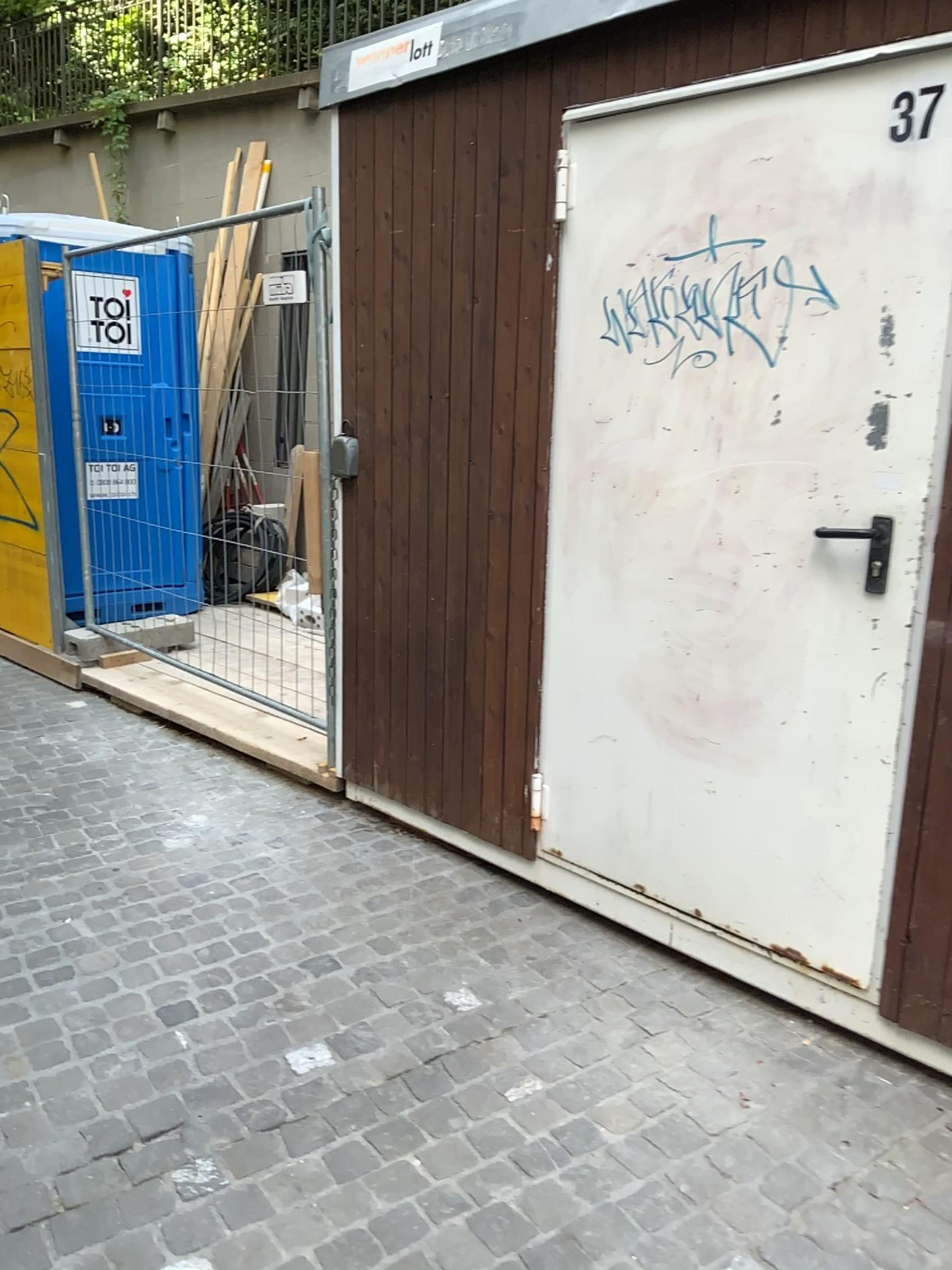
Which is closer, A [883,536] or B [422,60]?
A [883,536]

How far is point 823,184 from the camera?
2.2 meters

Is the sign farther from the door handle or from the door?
the door handle

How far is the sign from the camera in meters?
2.9 m

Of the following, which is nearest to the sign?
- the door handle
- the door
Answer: the door

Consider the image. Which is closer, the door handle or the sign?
the door handle

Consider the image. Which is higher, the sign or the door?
the sign

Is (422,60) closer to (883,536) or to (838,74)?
(838,74)

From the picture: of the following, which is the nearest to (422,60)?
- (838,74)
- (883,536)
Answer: (838,74)

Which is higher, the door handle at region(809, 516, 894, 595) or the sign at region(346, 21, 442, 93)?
the sign at region(346, 21, 442, 93)
